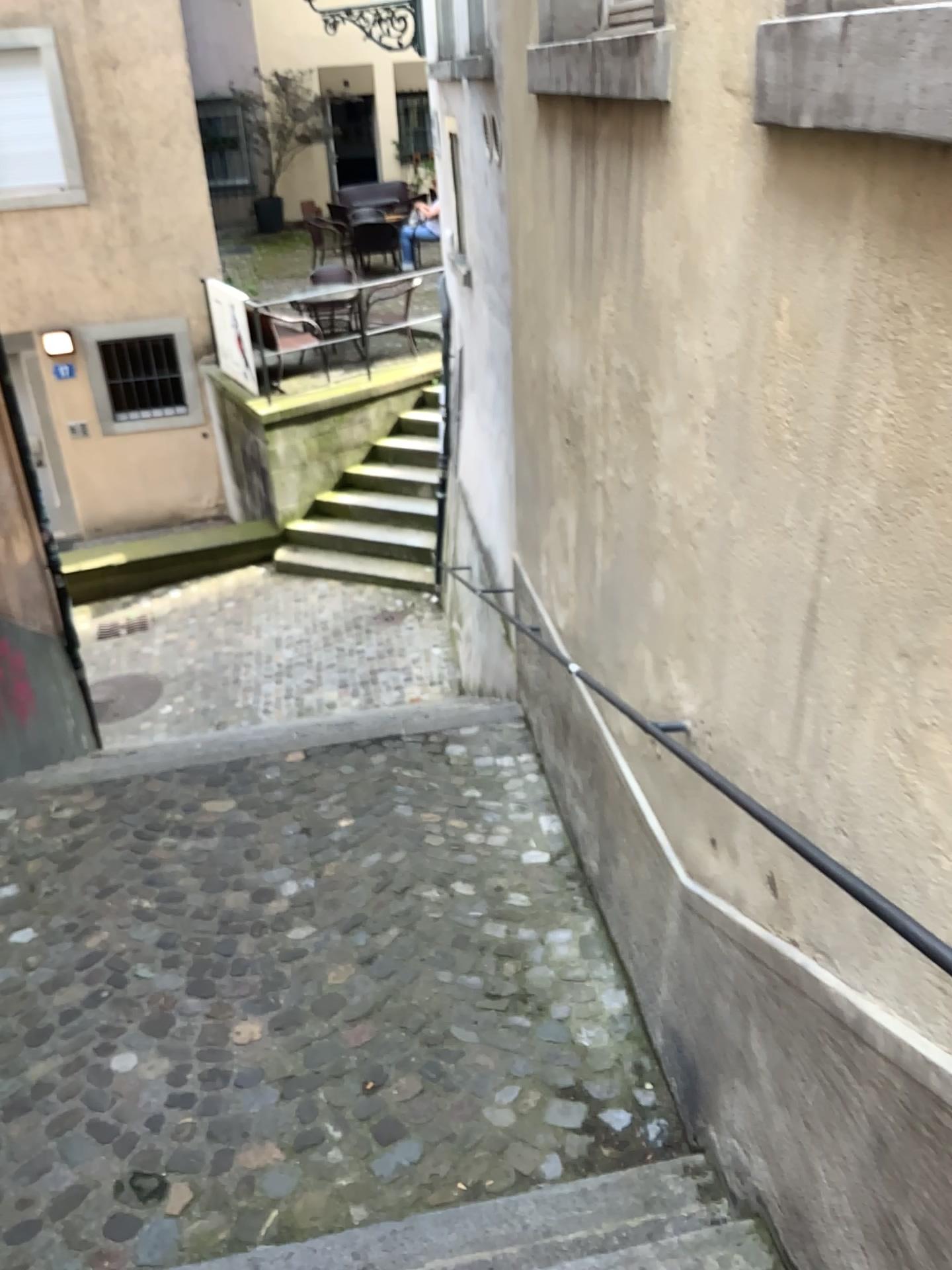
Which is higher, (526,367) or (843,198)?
(843,198)
